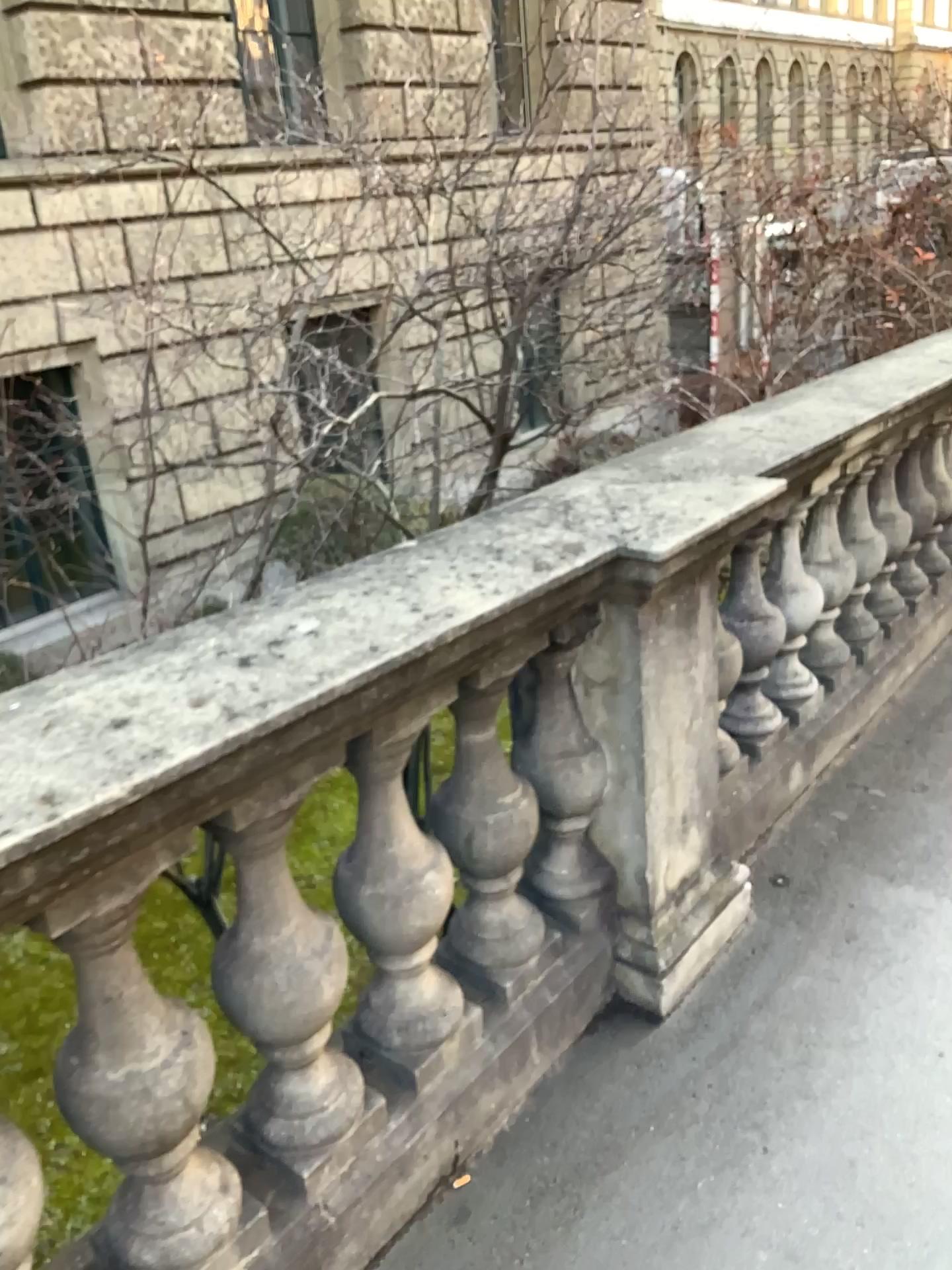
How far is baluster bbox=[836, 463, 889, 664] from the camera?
3.2m

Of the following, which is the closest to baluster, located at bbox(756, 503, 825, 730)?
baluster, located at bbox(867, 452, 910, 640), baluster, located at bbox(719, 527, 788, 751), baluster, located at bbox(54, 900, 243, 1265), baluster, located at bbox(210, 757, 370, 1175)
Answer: baluster, located at bbox(719, 527, 788, 751)

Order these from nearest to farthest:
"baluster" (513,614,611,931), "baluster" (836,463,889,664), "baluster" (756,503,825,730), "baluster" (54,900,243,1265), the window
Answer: "baluster" (54,900,243,1265)
"baluster" (513,614,611,931)
the window
"baluster" (756,503,825,730)
"baluster" (836,463,889,664)

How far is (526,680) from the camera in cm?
203

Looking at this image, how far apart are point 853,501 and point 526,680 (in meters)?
1.66

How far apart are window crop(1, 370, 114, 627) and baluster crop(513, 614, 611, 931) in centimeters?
105cm

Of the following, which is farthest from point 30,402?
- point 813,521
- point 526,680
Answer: point 813,521

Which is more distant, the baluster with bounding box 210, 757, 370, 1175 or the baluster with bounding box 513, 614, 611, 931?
the baluster with bounding box 513, 614, 611, 931

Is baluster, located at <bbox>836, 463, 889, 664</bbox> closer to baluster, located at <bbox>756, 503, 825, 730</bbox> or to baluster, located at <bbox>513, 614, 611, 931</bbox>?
baluster, located at <bbox>756, 503, 825, 730</bbox>

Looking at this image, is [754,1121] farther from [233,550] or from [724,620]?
[233,550]
